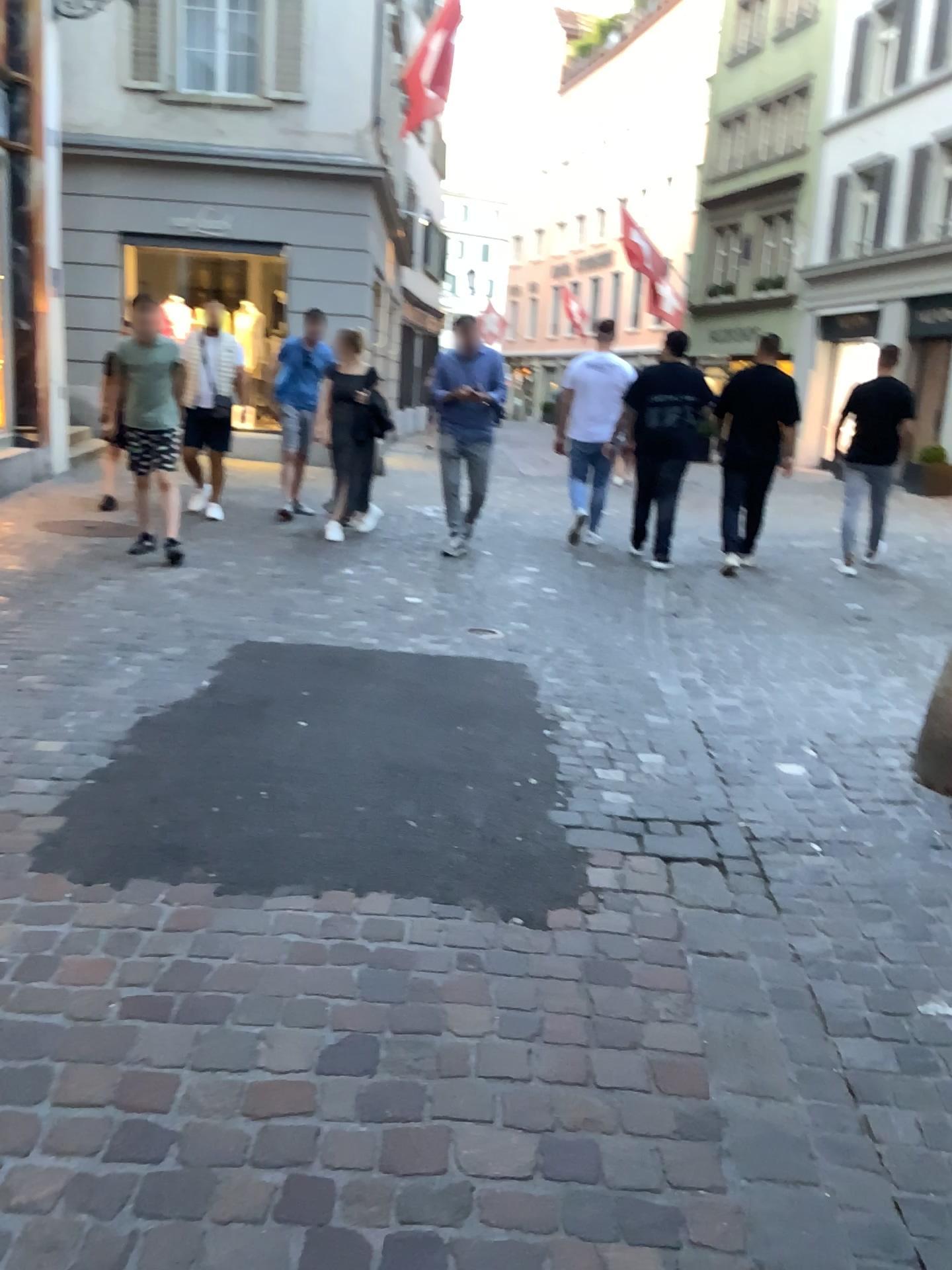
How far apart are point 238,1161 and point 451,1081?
0.4 meters
